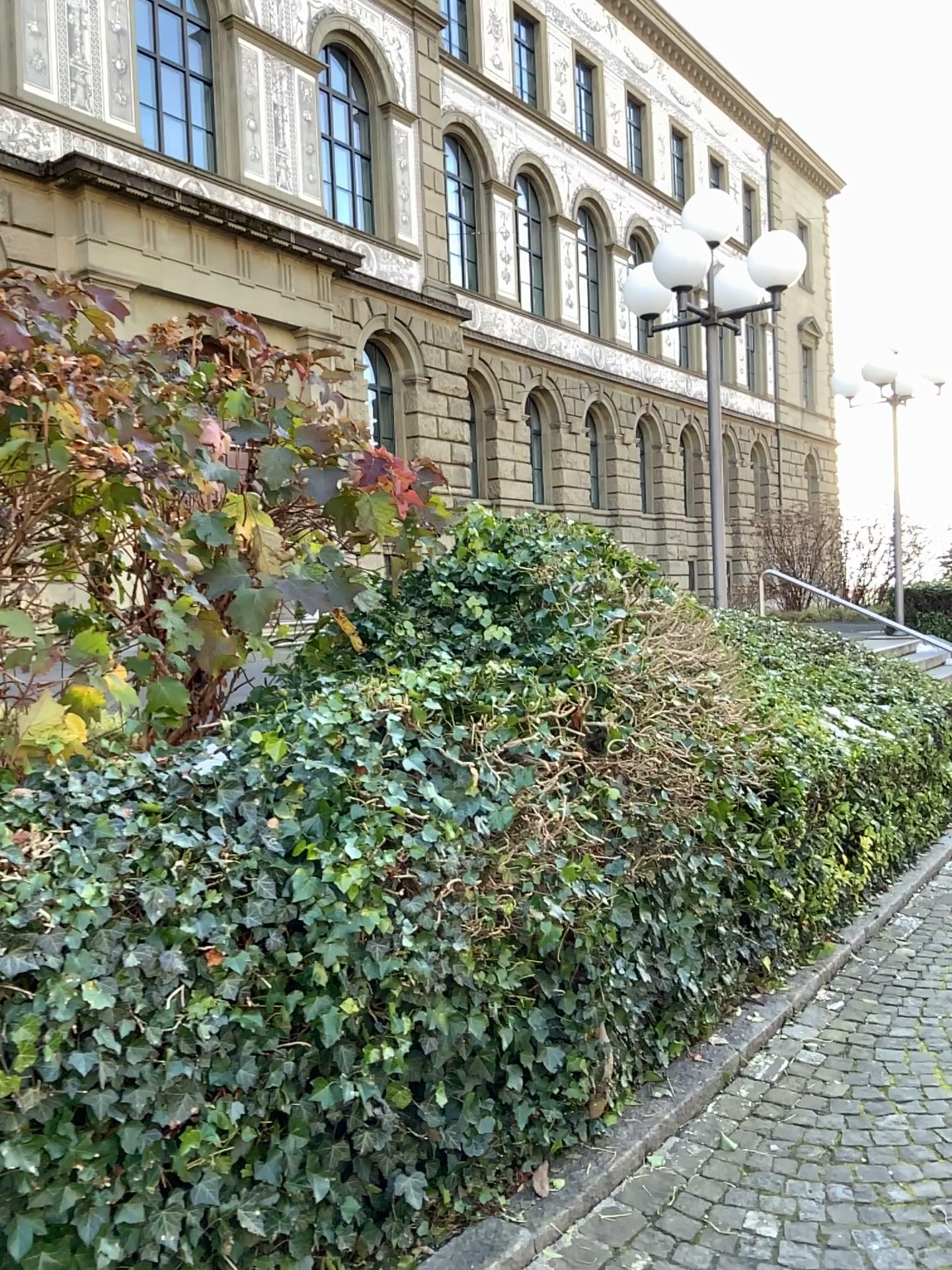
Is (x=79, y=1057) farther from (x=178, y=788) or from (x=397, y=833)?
(x=397, y=833)
